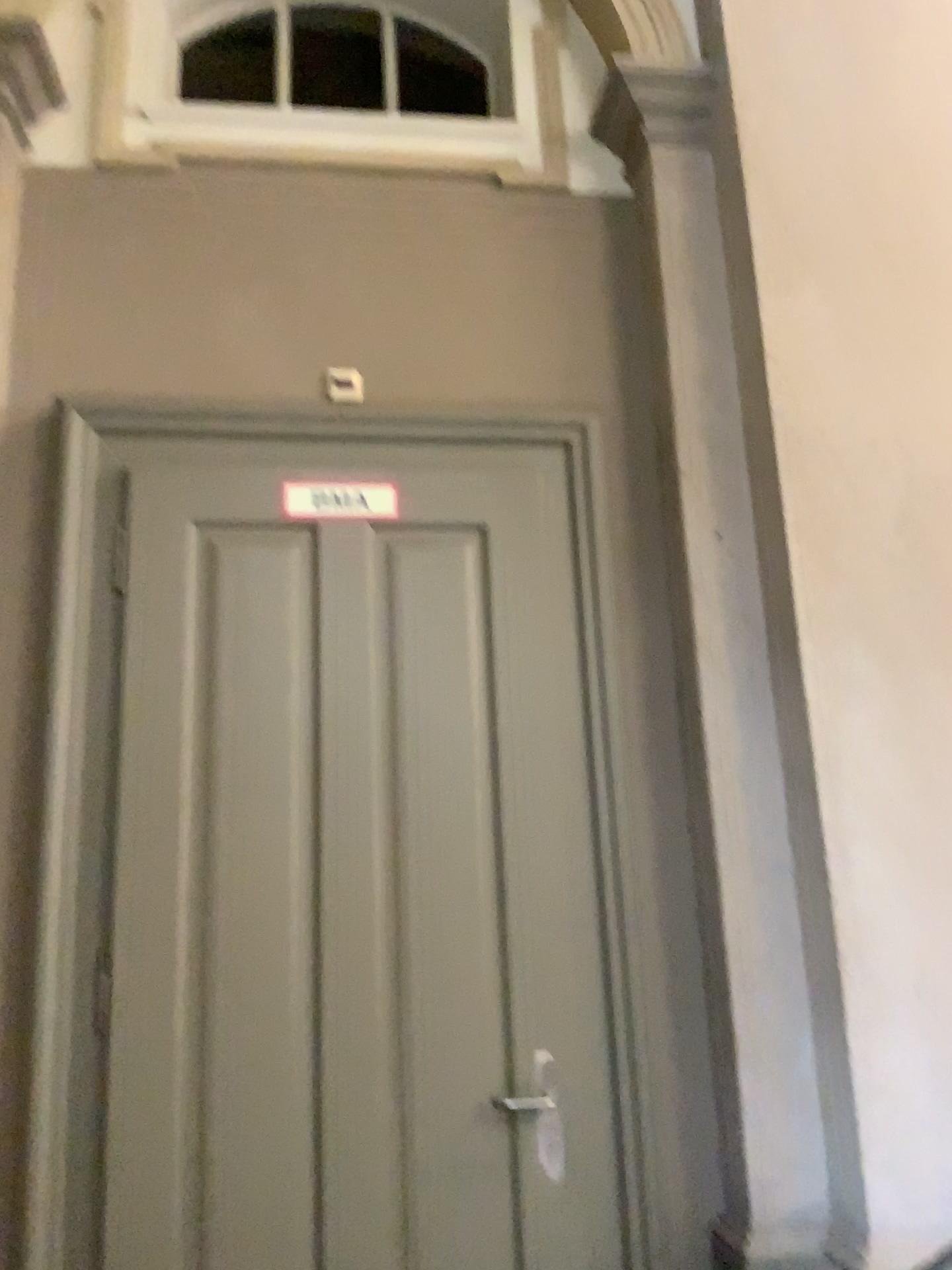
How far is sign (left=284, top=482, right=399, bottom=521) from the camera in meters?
2.7 m

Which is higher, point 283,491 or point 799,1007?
point 283,491

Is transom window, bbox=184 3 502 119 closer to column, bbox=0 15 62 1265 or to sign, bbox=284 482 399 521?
column, bbox=0 15 62 1265

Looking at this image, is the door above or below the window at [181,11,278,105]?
below

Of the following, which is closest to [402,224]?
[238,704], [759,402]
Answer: [759,402]

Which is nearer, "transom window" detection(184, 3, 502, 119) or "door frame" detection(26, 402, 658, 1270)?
"door frame" detection(26, 402, 658, 1270)

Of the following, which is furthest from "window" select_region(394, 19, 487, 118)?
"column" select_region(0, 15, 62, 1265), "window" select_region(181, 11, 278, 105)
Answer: "column" select_region(0, 15, 62, 1265)

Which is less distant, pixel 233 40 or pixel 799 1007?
pixel 799 1007

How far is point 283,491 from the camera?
2.66m

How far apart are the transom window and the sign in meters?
1.5 m
